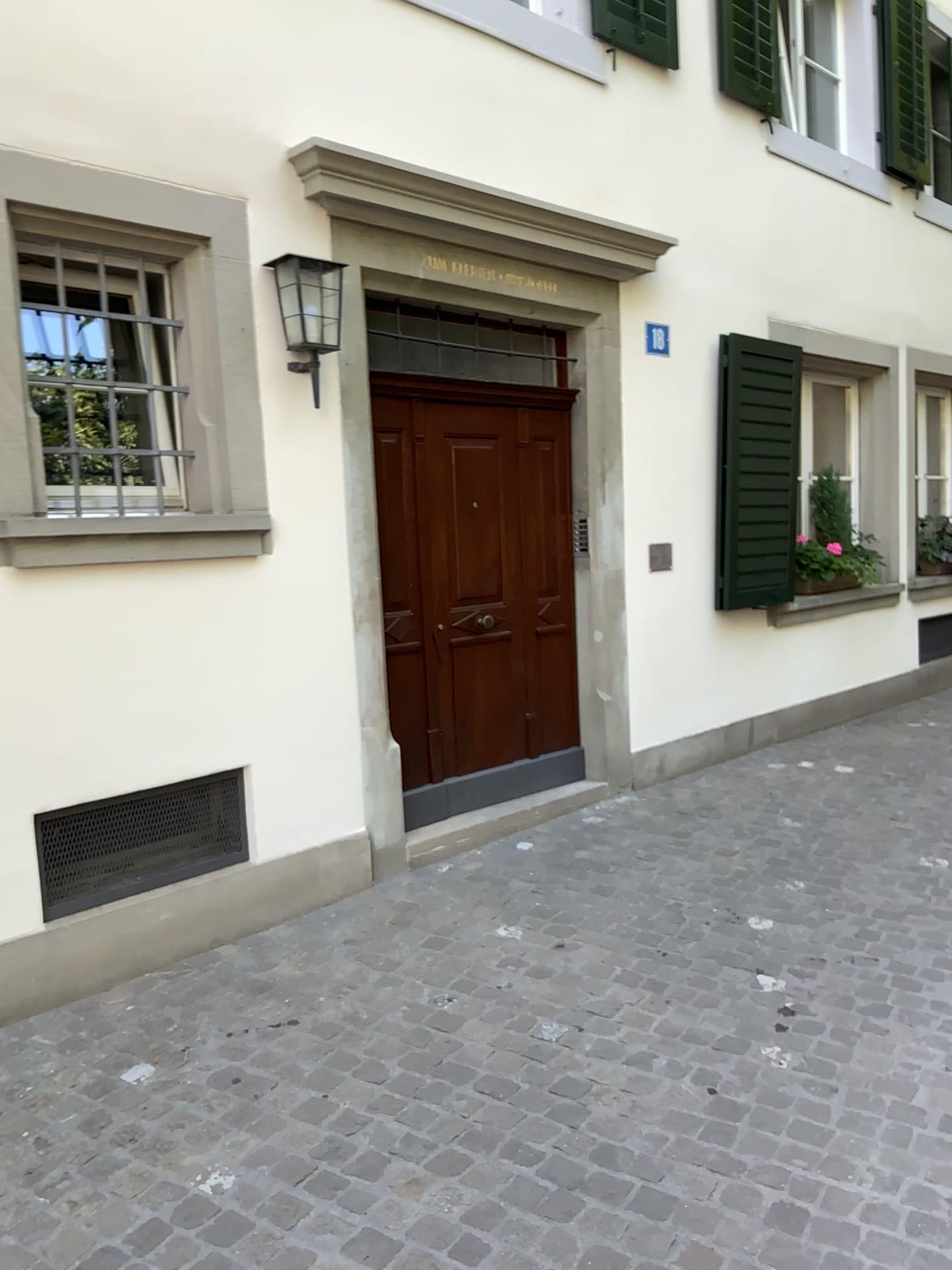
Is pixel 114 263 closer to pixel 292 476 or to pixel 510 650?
pixel 292 476

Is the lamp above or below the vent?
above

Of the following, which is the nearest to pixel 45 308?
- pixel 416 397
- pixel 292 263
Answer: pixel 292 263

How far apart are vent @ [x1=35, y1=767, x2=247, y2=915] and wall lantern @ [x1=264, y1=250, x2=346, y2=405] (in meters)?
1.56

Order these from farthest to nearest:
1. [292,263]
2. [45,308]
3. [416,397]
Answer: [416,397] < [292,263] < [45,308]

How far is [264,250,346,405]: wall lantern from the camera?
3.95m

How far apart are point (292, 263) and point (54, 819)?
2.16m

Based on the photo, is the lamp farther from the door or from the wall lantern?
the door

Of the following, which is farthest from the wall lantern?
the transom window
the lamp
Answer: the transom window

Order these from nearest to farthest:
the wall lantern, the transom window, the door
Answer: the transom window → the wall lantern → the door
